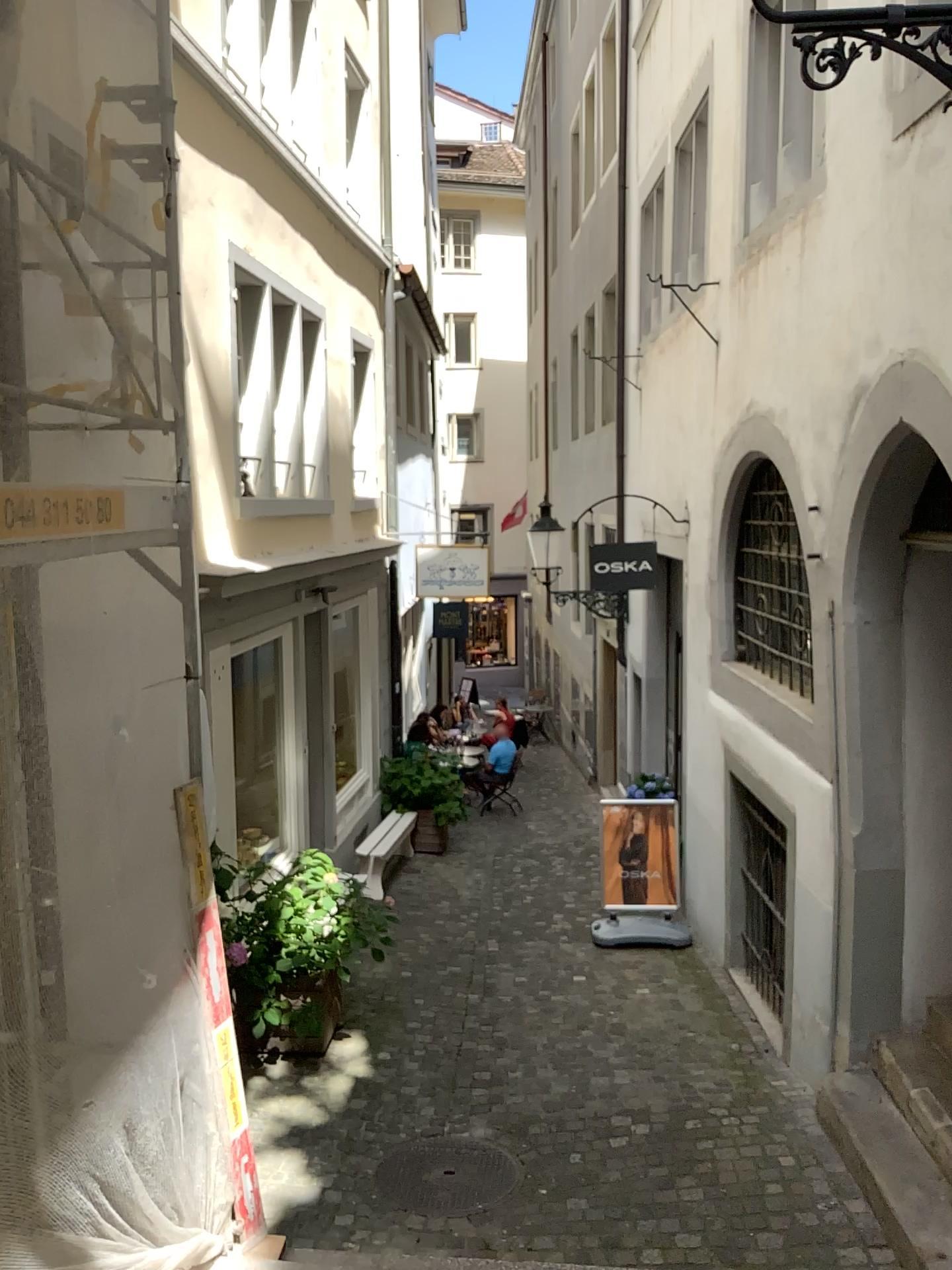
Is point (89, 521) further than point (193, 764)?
No
